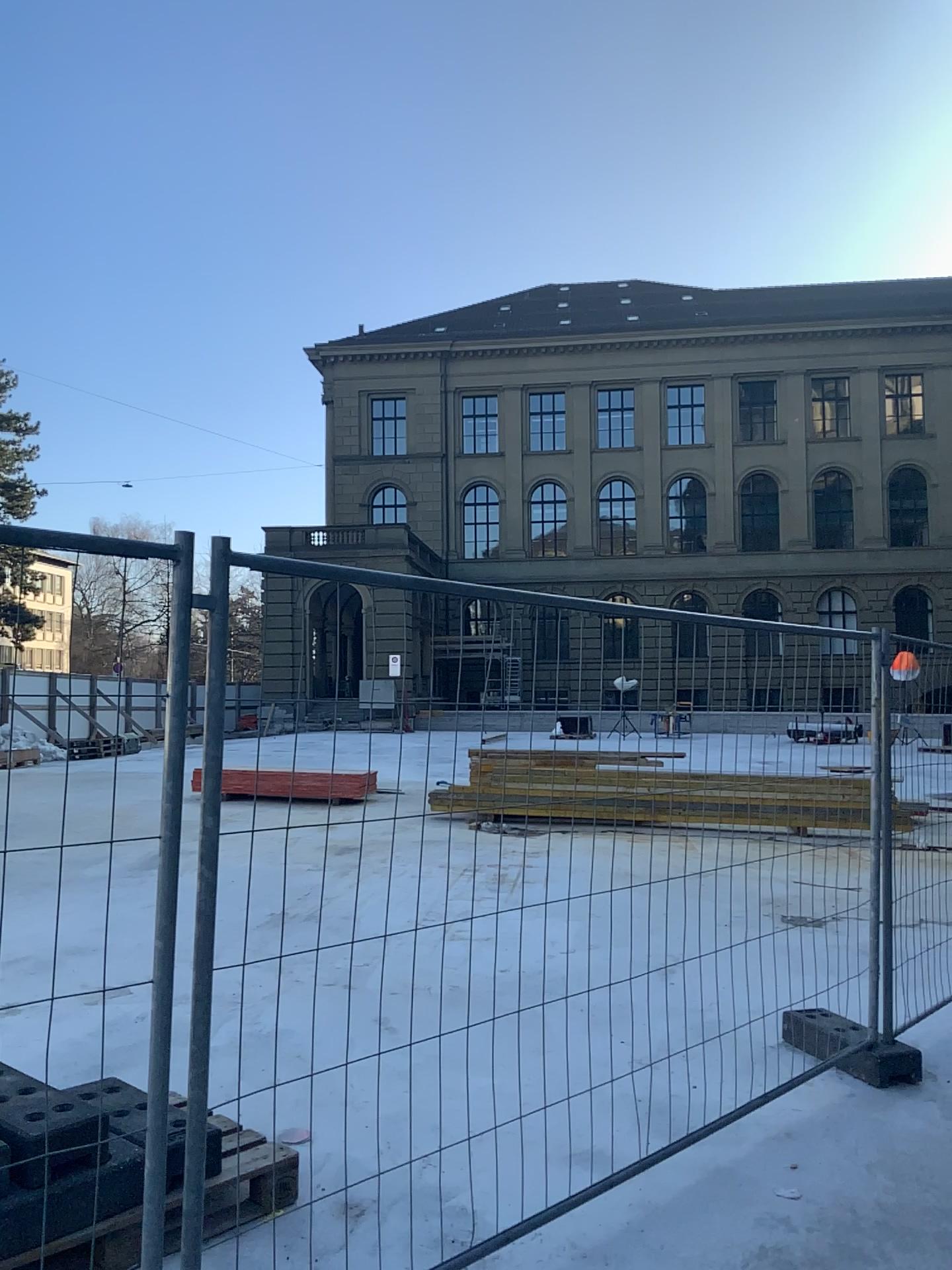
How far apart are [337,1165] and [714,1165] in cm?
131
